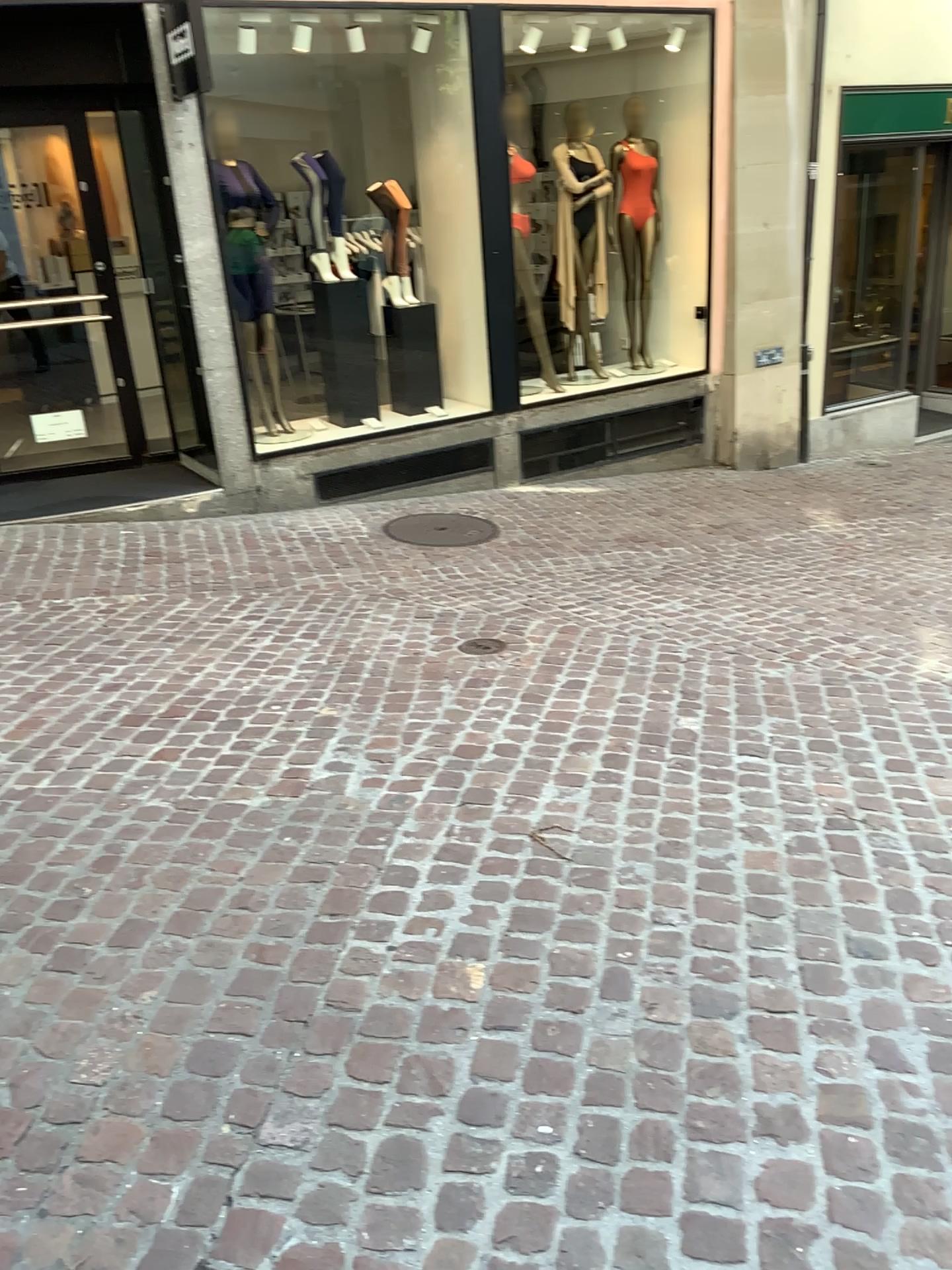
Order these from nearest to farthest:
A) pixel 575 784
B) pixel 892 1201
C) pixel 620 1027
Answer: pixel 892 1201 < pixel 620 1027 < pixel 575 784
